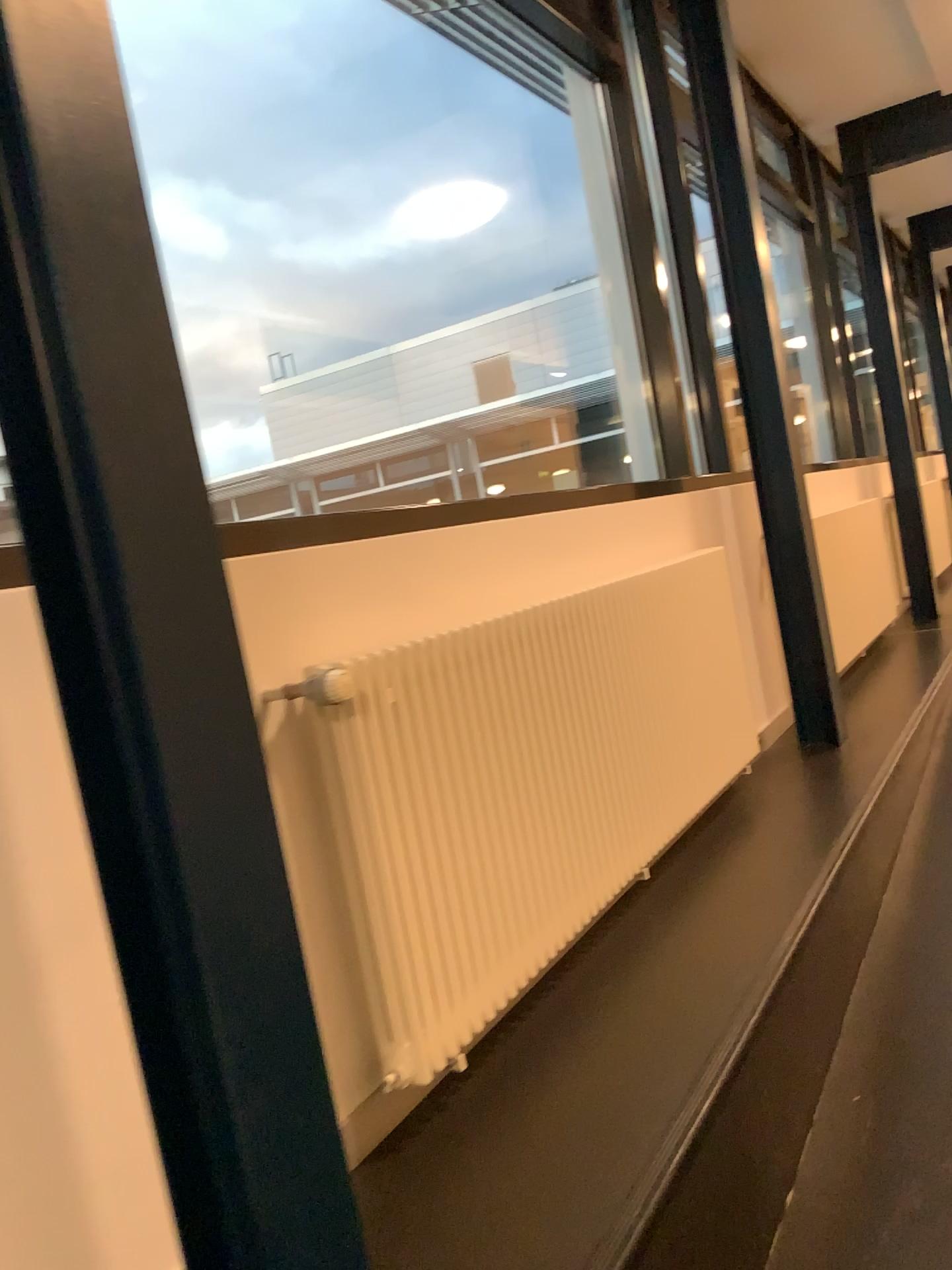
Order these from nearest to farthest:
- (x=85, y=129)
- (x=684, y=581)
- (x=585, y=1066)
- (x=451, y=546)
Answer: (x=85, y=129) < (x=585, y=1066) < (x=451, y=546) < (x=684, y=581)
